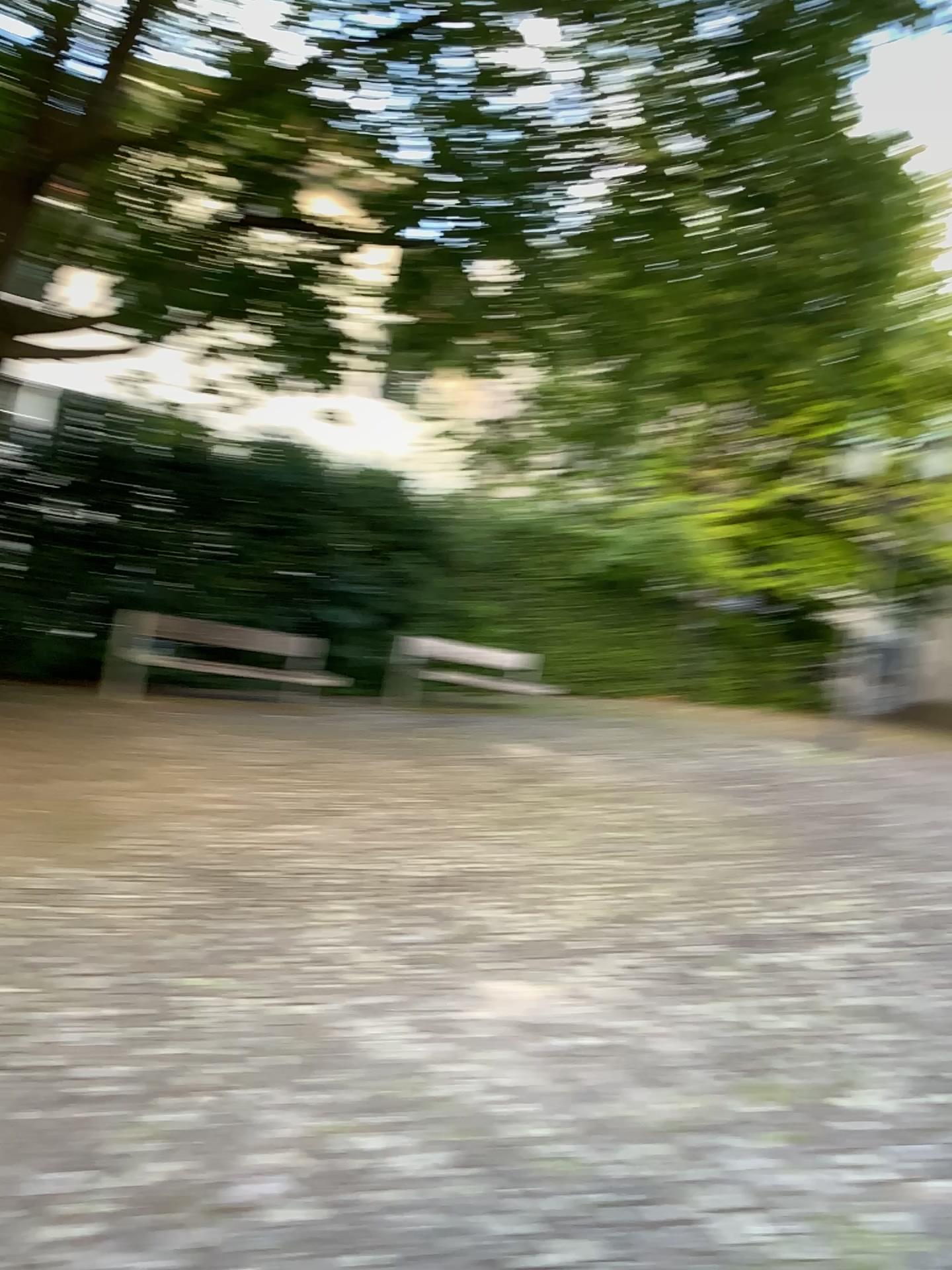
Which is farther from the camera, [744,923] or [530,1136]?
[744,923]
